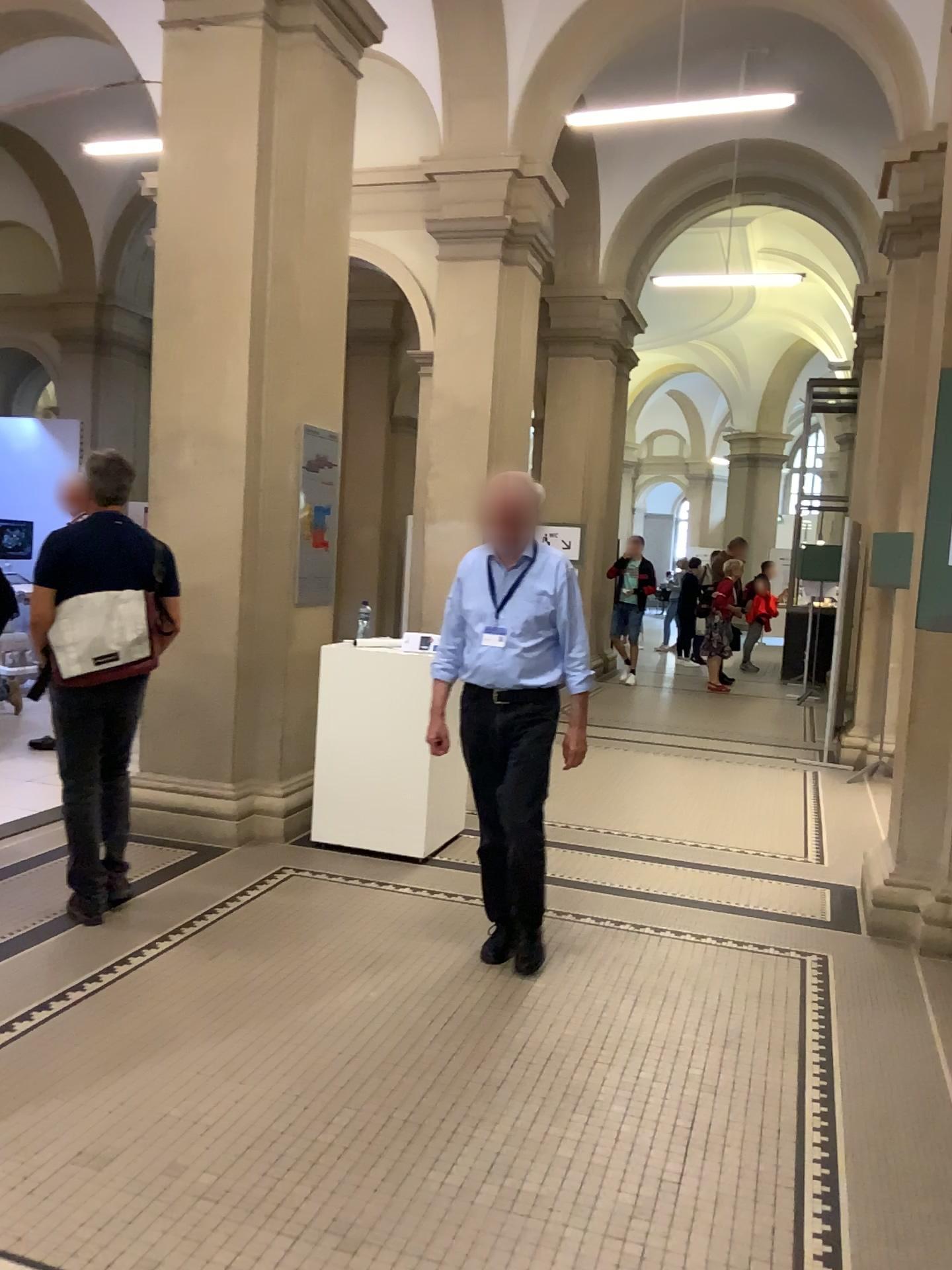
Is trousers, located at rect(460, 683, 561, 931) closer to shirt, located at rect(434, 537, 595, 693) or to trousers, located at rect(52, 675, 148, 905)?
shirt, located at rect(434, 537, 595, 693)

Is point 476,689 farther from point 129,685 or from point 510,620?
point 129,685

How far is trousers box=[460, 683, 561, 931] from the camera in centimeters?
379cm

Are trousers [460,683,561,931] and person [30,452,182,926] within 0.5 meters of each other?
no

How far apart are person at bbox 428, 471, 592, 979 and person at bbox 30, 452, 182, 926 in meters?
1.1

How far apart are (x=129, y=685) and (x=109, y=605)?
0.3m

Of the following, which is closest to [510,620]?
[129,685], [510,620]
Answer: [510,620]

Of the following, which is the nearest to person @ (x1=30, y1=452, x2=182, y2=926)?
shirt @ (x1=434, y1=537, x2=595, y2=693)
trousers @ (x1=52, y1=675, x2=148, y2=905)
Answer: trousers @ (x1=52, y1=675, x2=148, y2=905)

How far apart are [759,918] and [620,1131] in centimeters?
193cm

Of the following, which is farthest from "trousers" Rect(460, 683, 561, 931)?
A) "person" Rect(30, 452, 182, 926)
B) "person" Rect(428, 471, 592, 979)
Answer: "person" Rect(30, 452, 182, 926)
